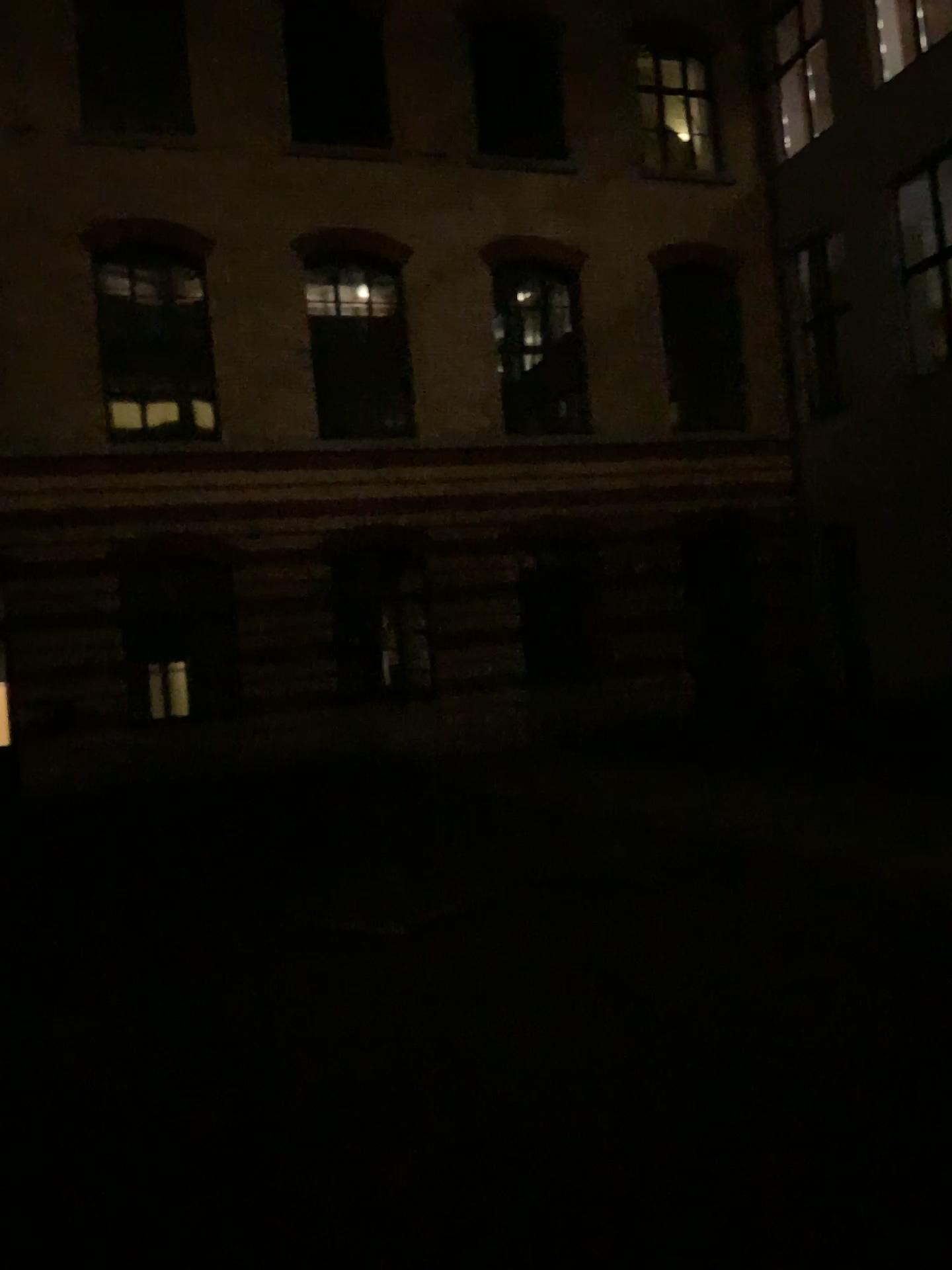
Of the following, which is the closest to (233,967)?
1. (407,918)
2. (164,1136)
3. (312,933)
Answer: (312,933)
